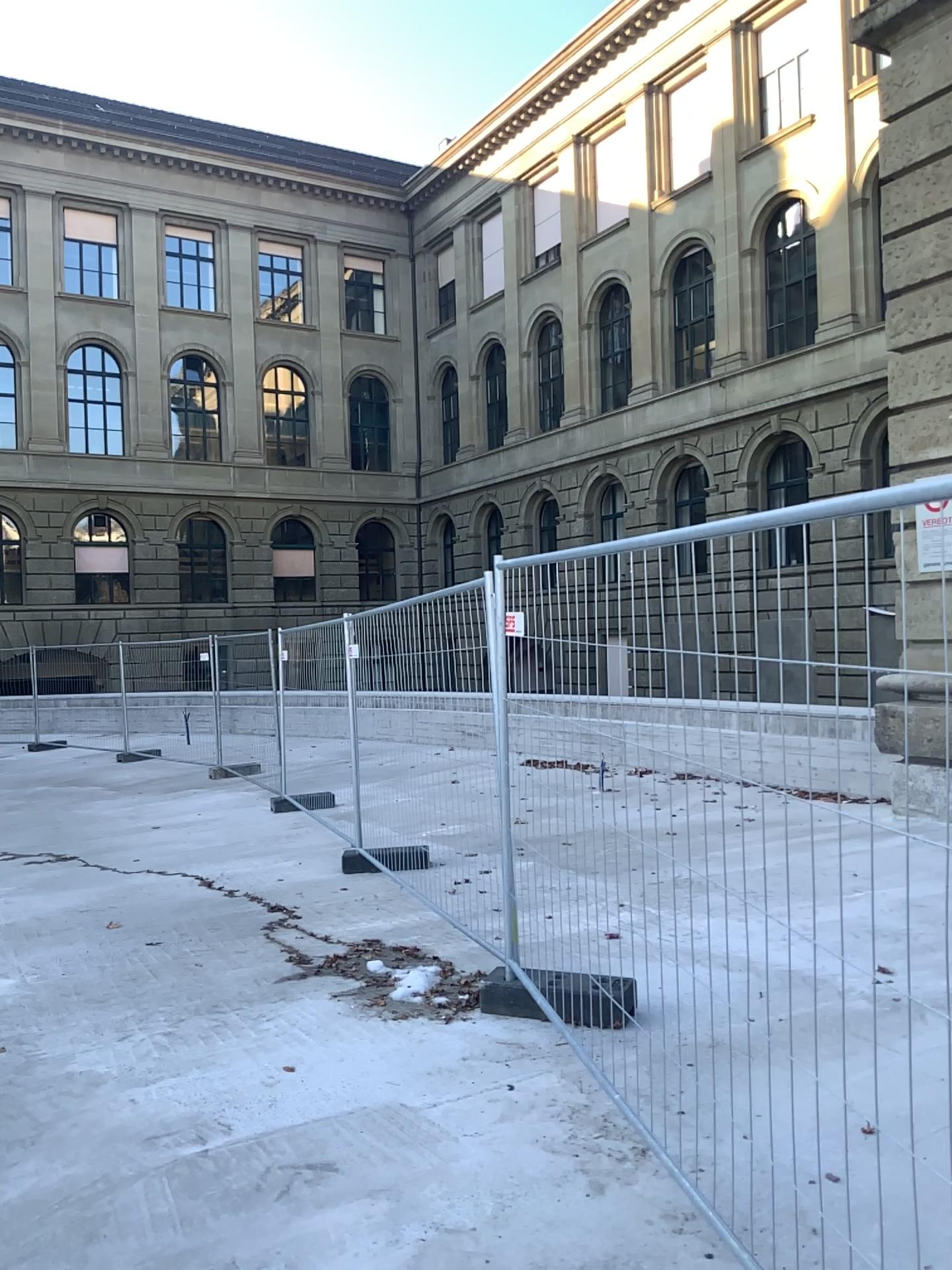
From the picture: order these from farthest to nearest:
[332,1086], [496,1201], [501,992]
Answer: [501,992], [332,1086], [496,1201]
